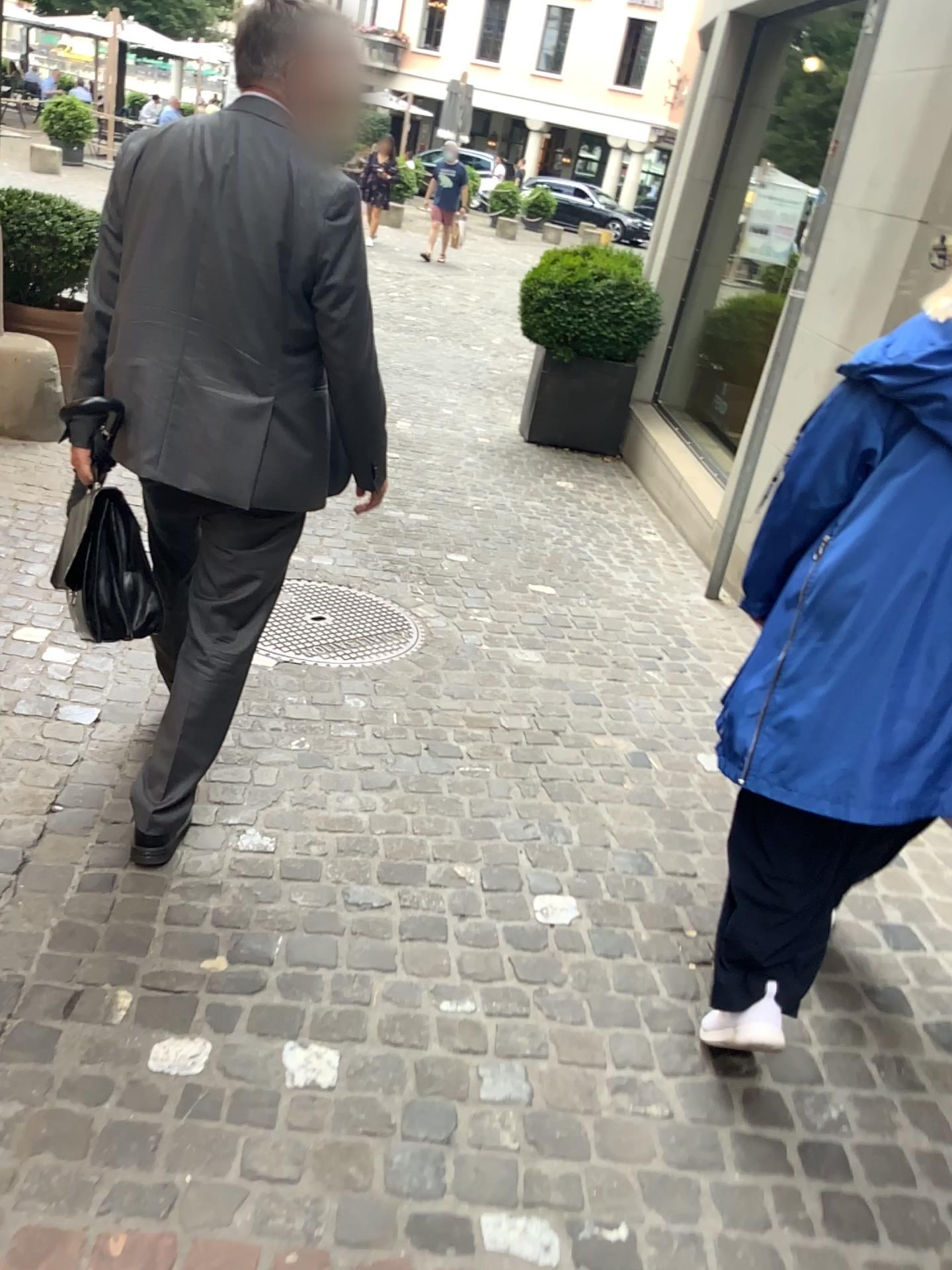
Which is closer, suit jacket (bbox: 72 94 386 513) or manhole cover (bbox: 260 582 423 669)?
suit jacket (bbox: 72 94 386 513)

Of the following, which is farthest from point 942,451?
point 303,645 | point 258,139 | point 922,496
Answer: point 303,645

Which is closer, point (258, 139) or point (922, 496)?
point (922, 496)

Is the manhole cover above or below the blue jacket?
below

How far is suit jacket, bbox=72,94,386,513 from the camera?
1.86m

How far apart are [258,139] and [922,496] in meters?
1.3

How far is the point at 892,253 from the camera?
3.5m

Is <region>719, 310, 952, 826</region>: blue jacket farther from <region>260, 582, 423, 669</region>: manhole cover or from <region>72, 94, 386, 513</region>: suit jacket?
<region>260, 582, 423, 669</region>: manhole cover

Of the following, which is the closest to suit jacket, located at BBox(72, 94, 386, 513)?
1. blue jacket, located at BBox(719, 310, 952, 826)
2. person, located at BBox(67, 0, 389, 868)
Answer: person, located at BBox(67, 0, 389, 868)

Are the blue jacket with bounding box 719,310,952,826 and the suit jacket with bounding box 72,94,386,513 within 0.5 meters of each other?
no
